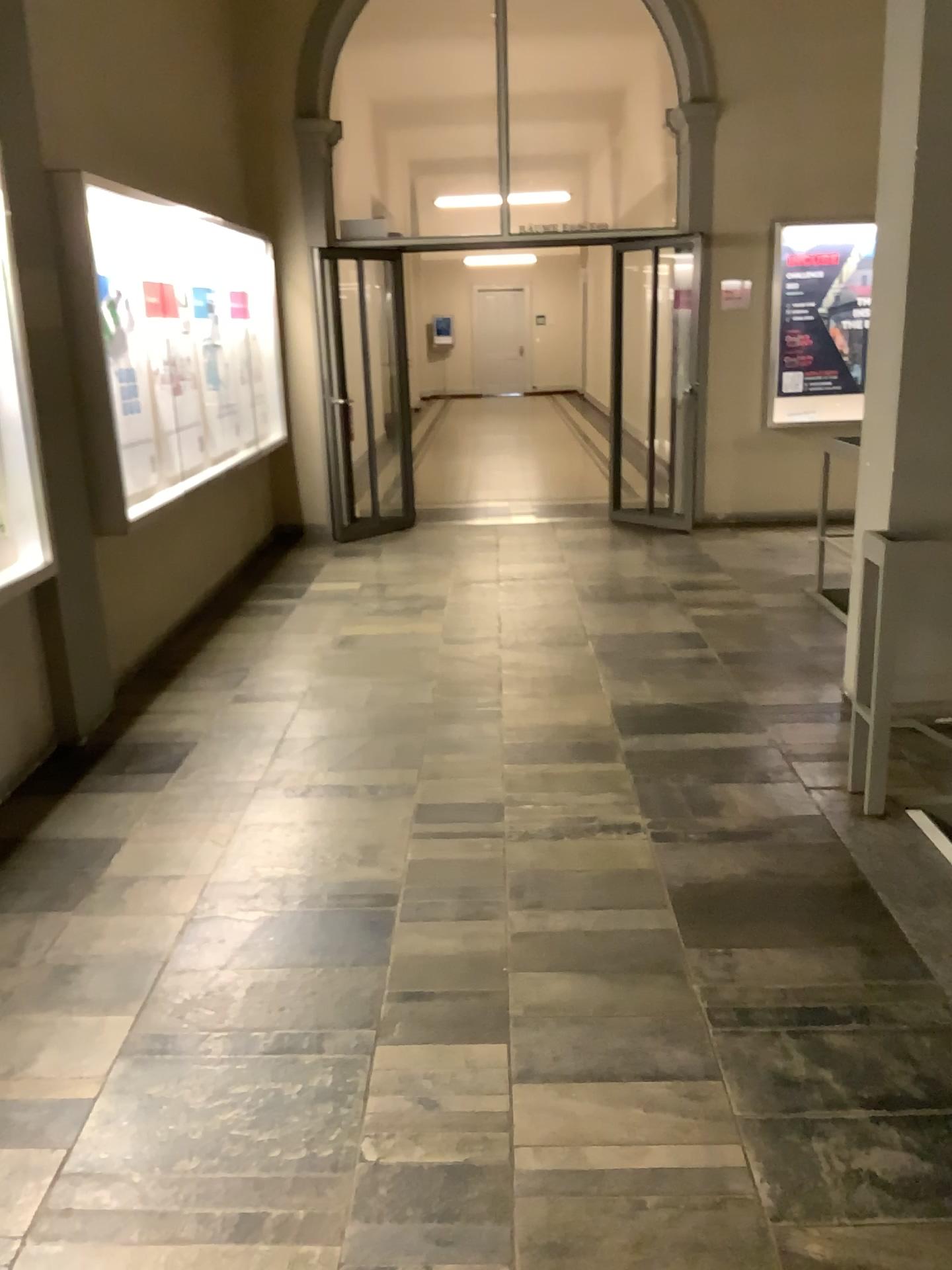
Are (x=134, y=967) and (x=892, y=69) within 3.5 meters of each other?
no

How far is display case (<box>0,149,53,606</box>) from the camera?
3.6m

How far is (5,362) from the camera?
3.59m
